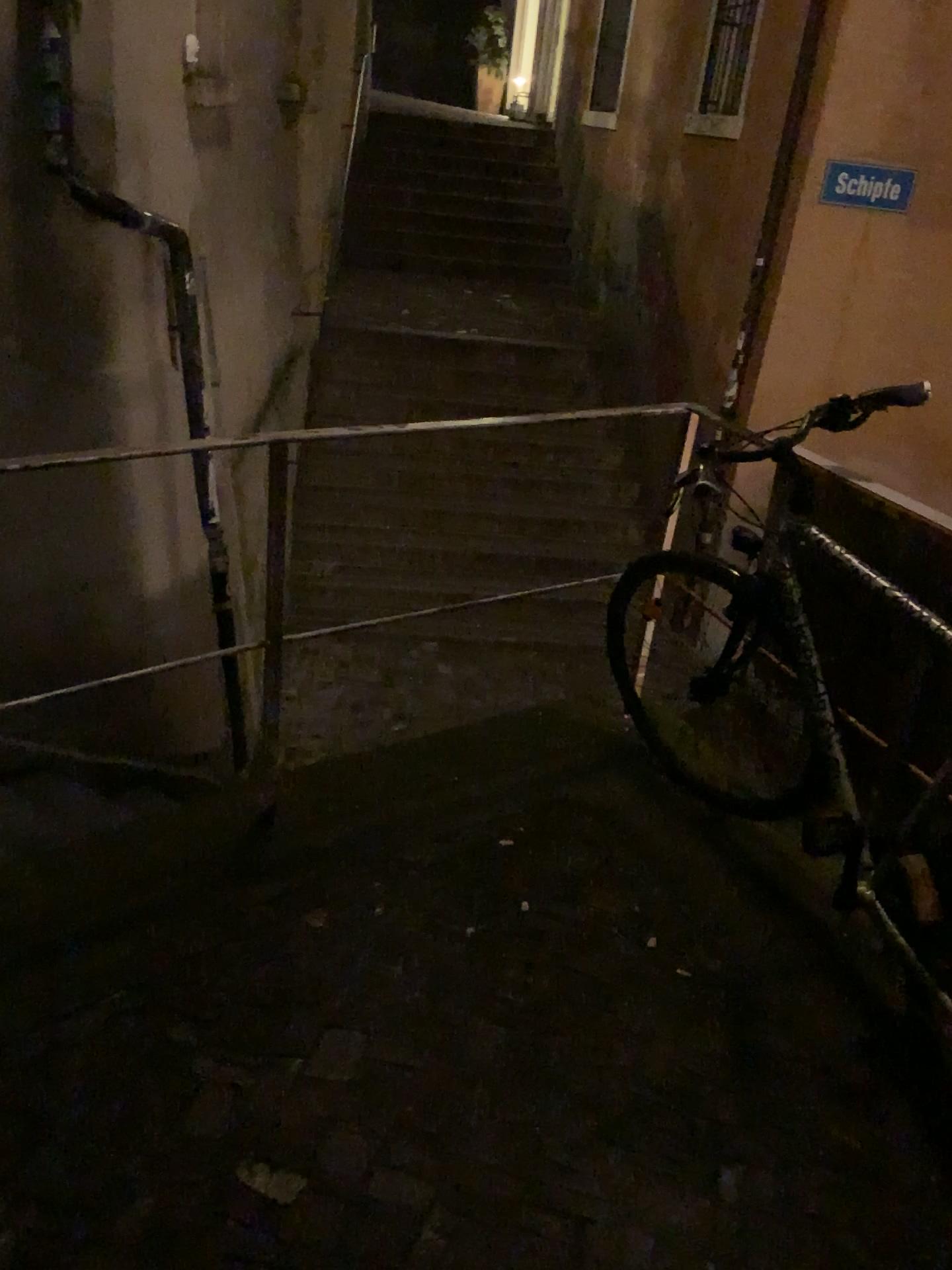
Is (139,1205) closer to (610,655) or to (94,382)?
(610,655)
